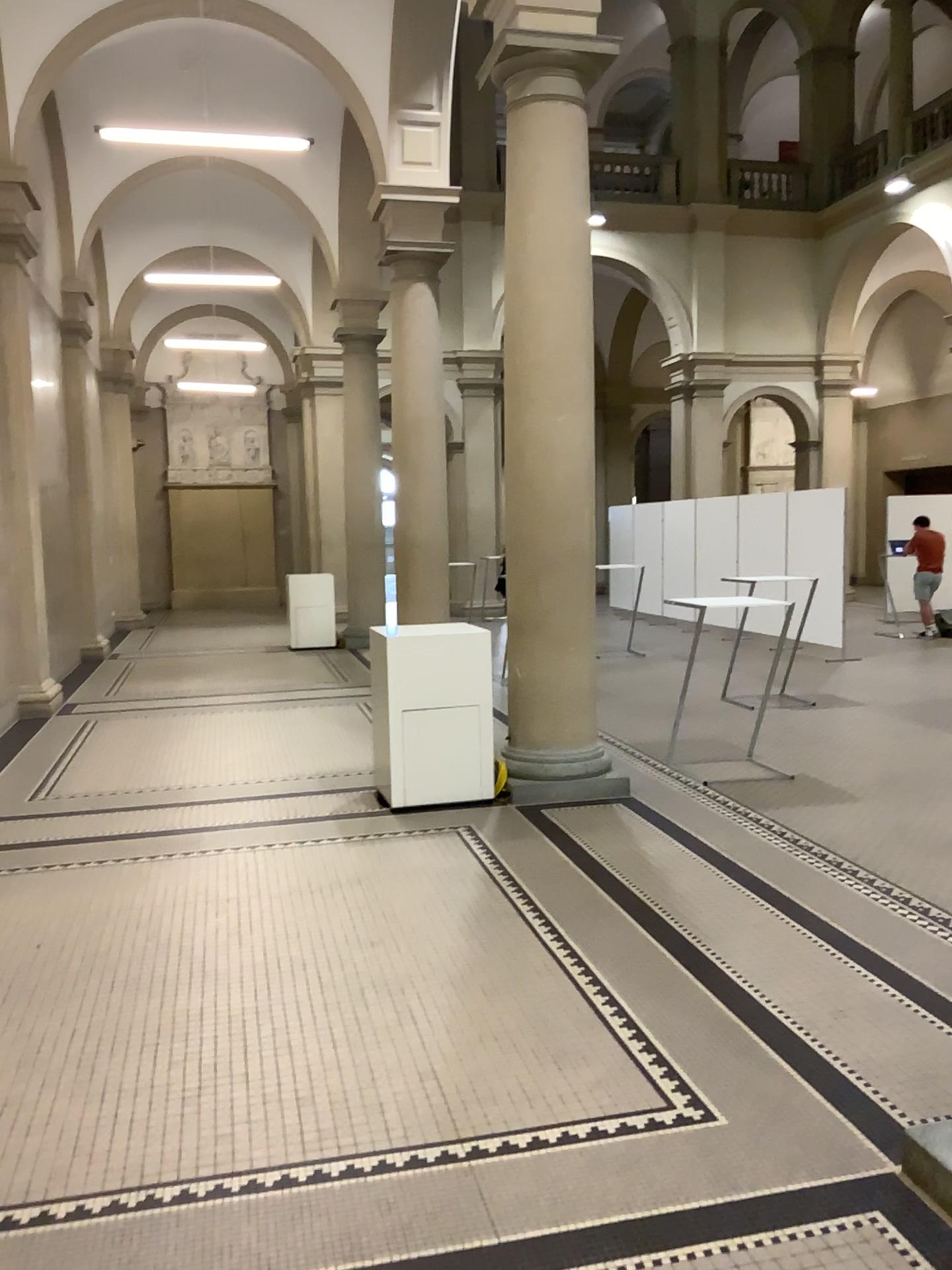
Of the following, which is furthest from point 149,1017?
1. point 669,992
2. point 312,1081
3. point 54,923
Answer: point 669,992
